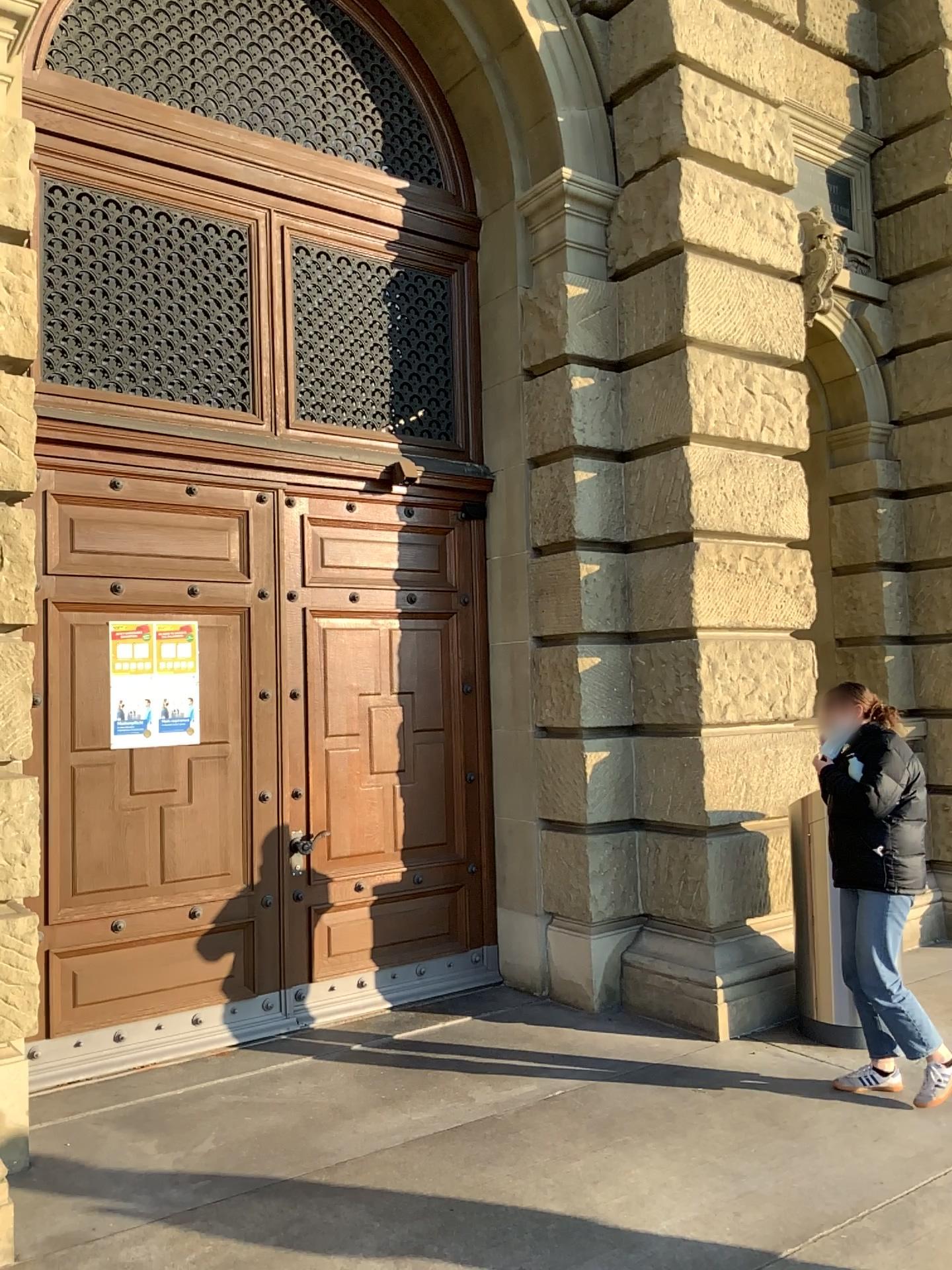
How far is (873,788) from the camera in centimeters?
425cm

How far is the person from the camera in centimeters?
425cm

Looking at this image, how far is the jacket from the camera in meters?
4.2

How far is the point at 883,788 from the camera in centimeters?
425cm

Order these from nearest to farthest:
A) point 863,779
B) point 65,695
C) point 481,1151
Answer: point 481,1151, point 863,779, point 65,695
